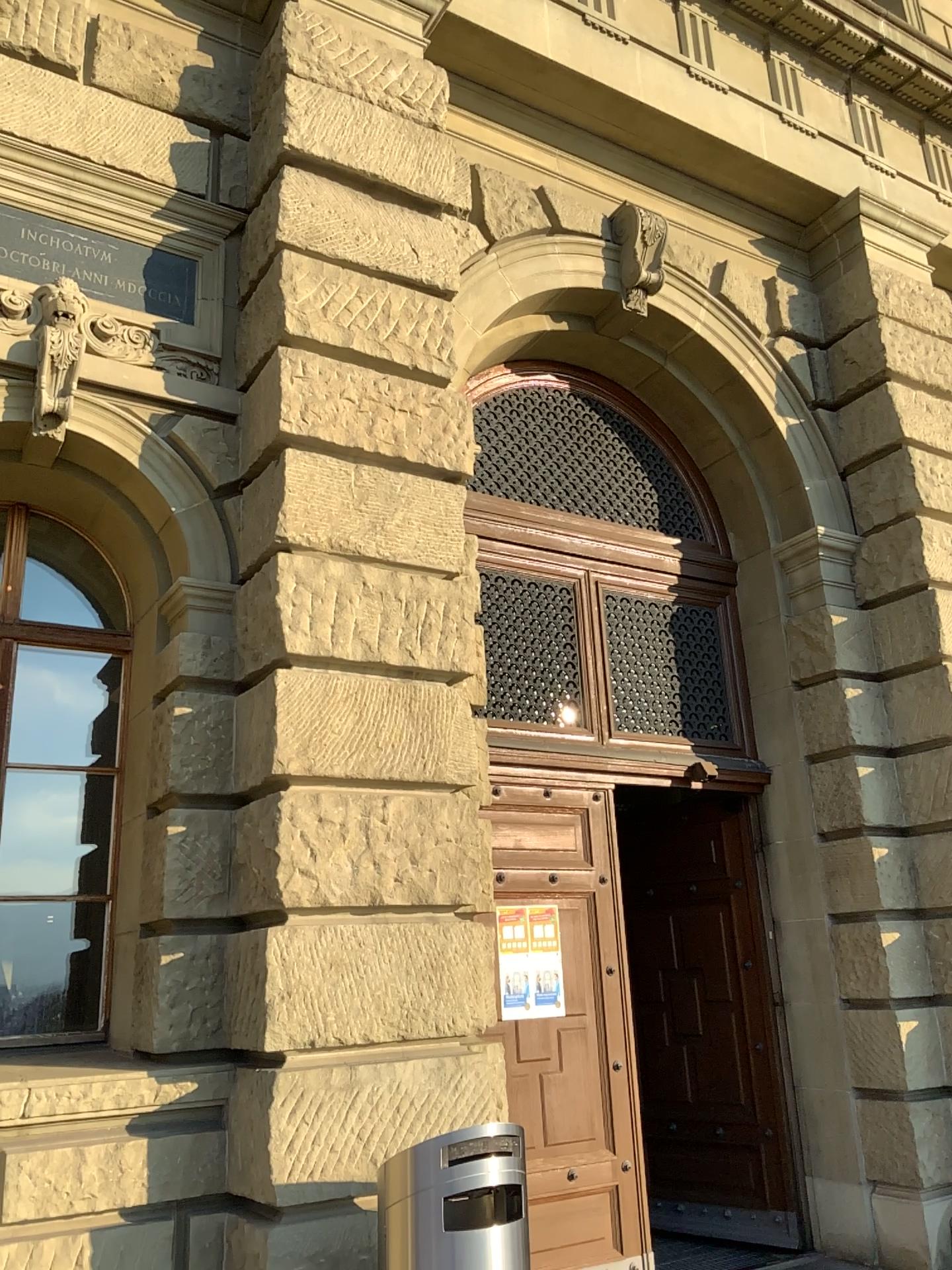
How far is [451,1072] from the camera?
4.2m
